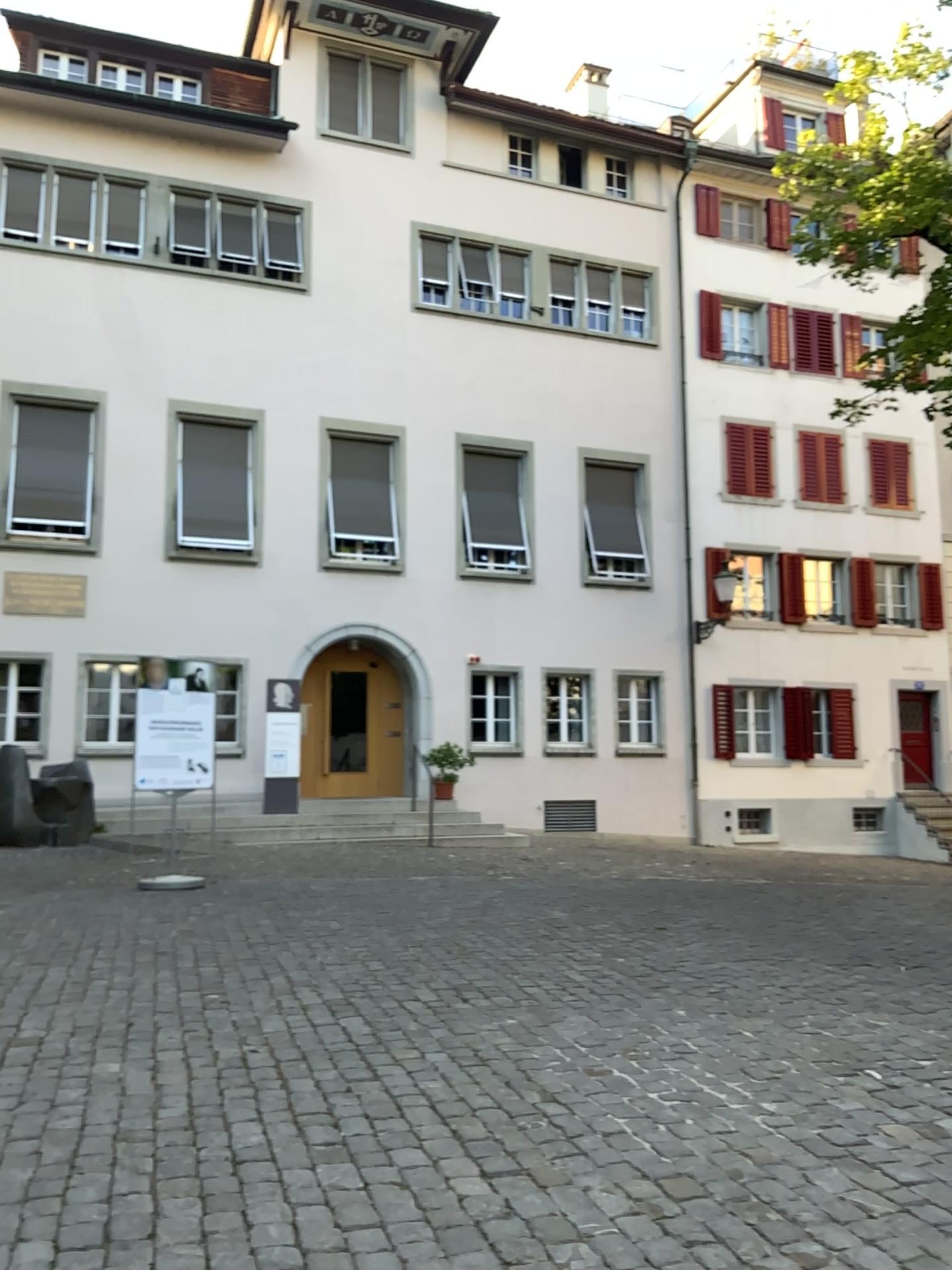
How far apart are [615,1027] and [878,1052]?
1.1 meters
